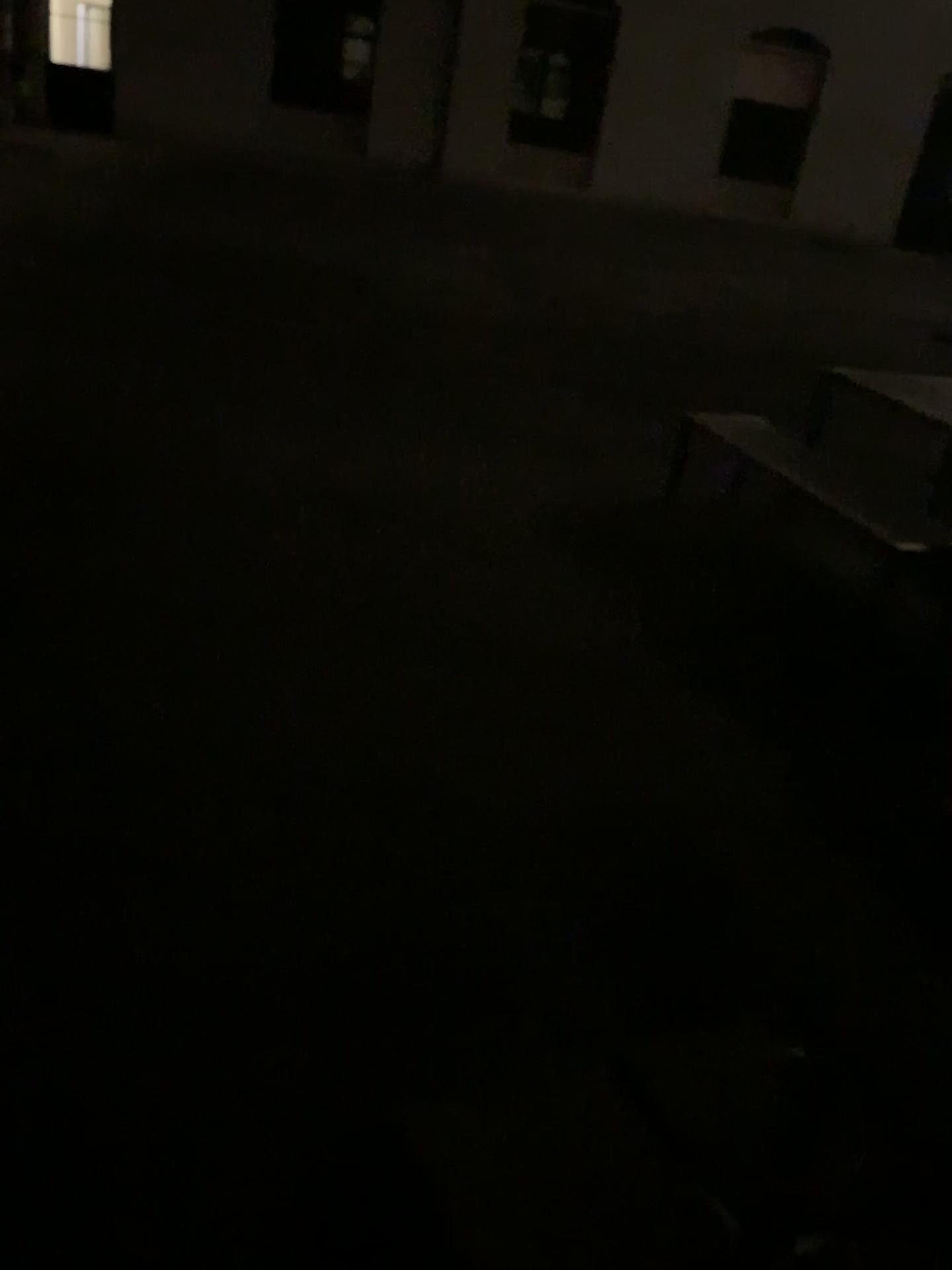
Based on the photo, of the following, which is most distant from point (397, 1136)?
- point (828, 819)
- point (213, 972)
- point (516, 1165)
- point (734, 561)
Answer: point (734, 561)
